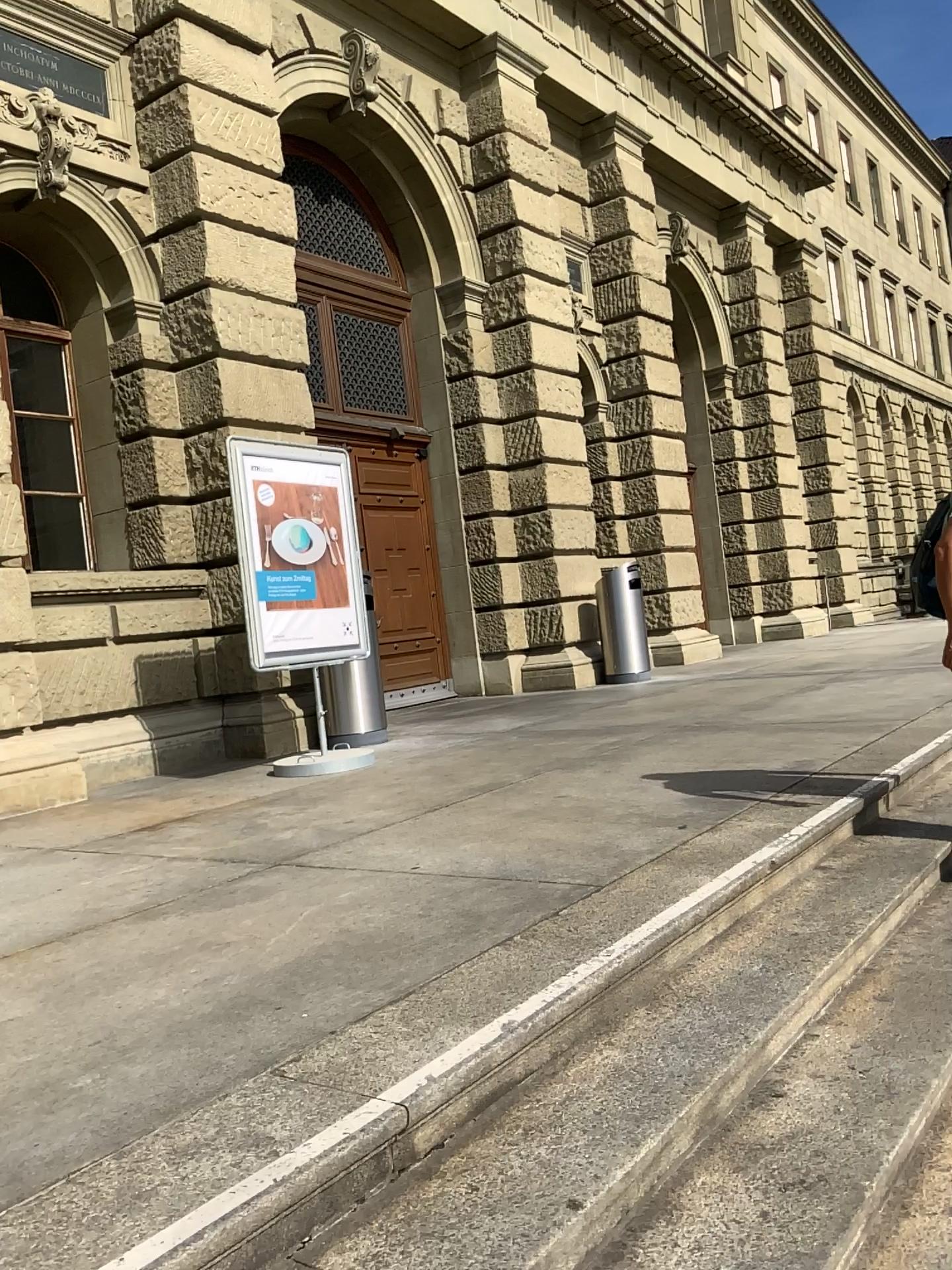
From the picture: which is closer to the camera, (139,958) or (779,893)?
(139,958)
